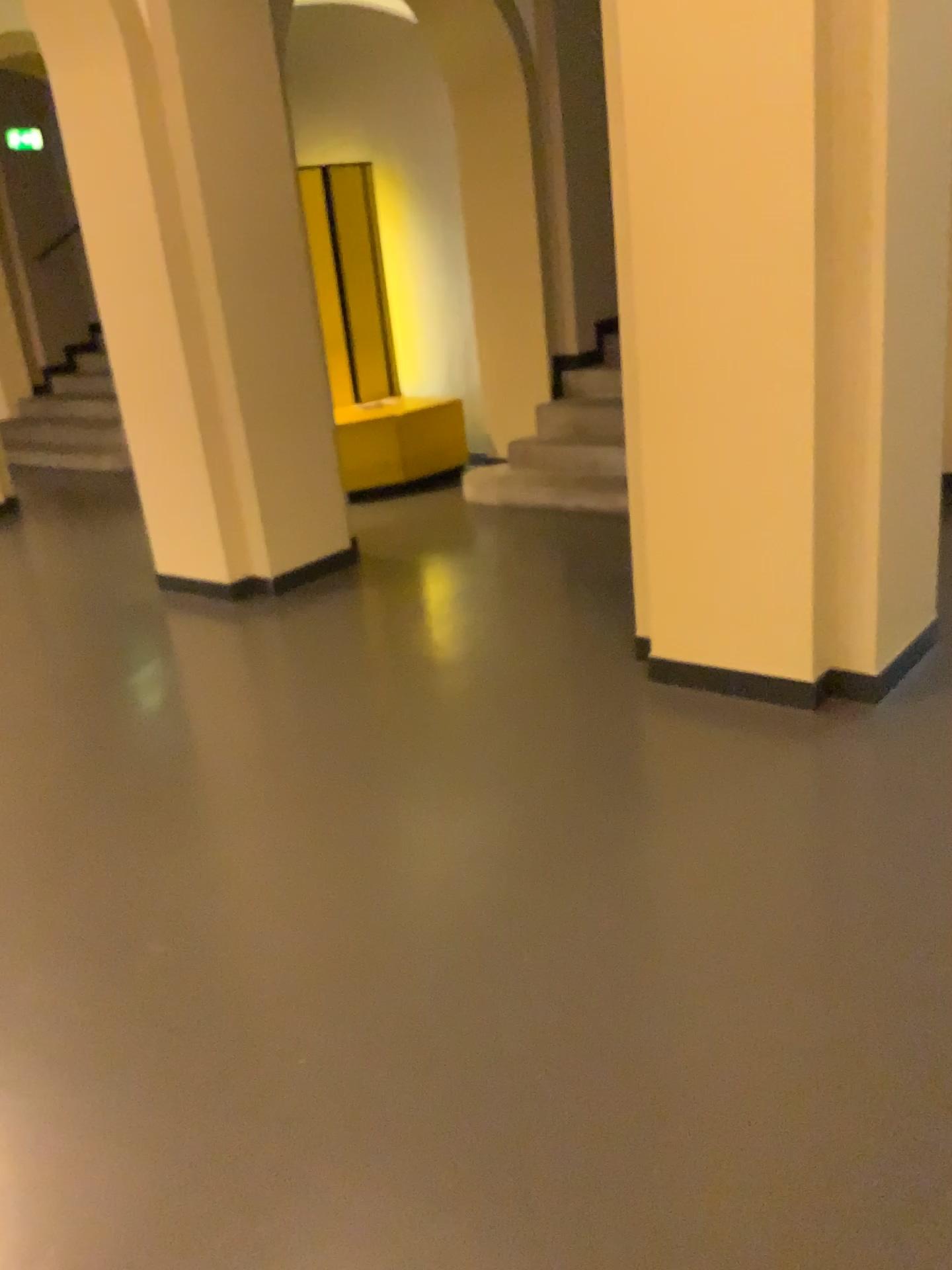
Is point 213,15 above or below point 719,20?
above

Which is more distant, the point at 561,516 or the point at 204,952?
the point at 561,516

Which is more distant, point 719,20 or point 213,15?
point 213,15

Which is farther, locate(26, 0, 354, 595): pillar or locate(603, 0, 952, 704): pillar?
locate(26, 0, 354, 595): pillar
